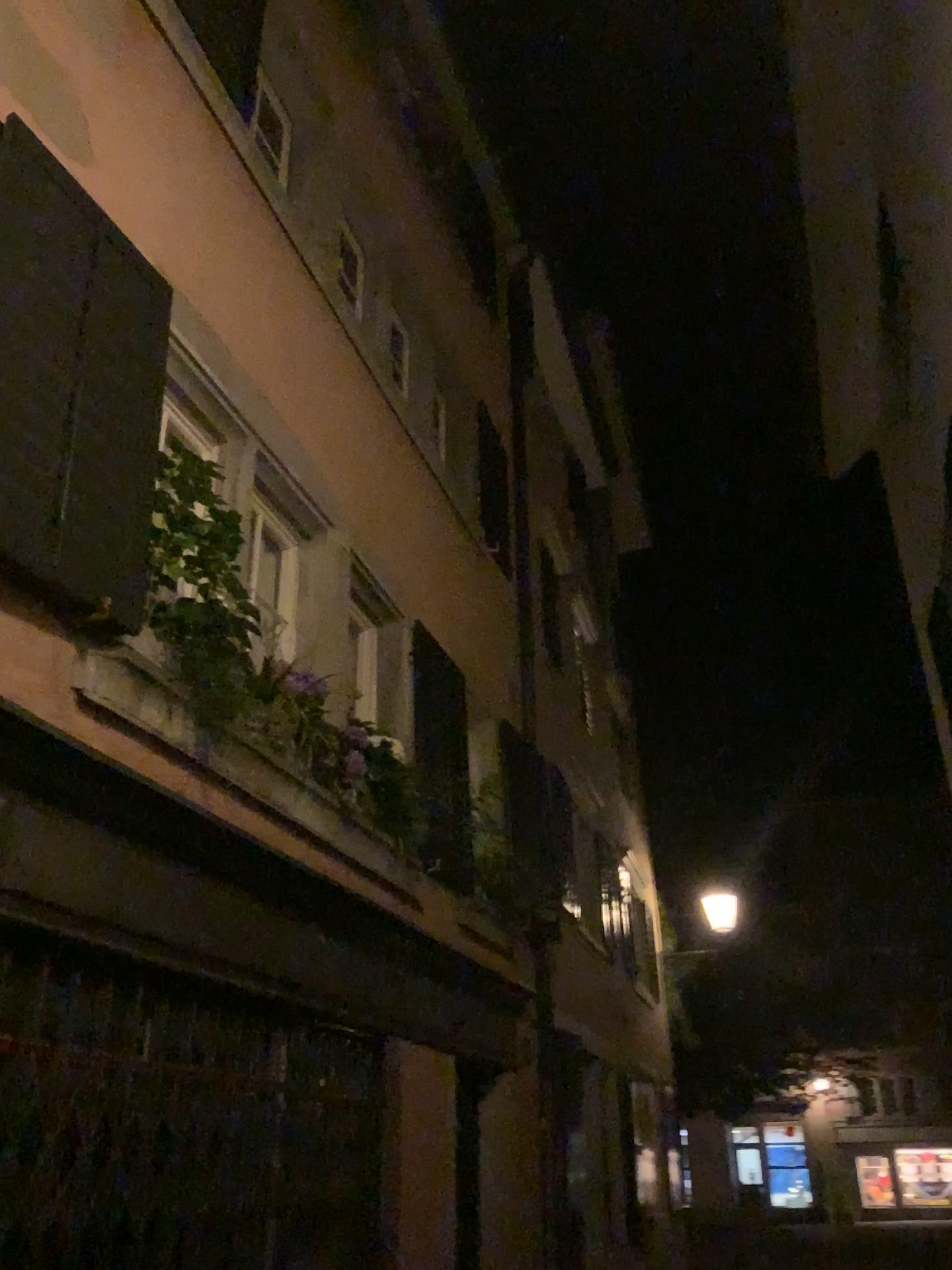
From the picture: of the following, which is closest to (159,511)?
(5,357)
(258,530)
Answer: (5,357)

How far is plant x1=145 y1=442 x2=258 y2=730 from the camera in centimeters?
333cm

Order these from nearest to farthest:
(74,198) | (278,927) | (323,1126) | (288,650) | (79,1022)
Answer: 1. (79,1022)
2. (74,198)
3. (278,927)
4. (323,1126)
5. (288,650)

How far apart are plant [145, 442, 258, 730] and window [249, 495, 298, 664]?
0.86m

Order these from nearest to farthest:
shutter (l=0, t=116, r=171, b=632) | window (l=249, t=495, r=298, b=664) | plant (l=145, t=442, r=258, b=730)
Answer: shutter (l=0, t=116, r=171, b=632), plant (l=145, t=442, r=258, b=730), window (l=249, t=495, r=298, b=664)

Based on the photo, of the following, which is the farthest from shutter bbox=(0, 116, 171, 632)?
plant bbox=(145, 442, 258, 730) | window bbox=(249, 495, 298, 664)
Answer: window bbox=(249, 495, 298, 664)

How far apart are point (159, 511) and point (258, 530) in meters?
1.5

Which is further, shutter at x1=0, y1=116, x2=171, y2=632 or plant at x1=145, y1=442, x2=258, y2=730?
plant at x1=145, y1=442, x2=258, y2=730

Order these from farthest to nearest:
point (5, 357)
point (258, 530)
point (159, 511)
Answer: point (258, 530) → point (159, 511) → point (5, 357)

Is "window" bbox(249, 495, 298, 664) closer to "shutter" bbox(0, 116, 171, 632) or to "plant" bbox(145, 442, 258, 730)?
"plant" bbox(145, 442, 258, 730)
